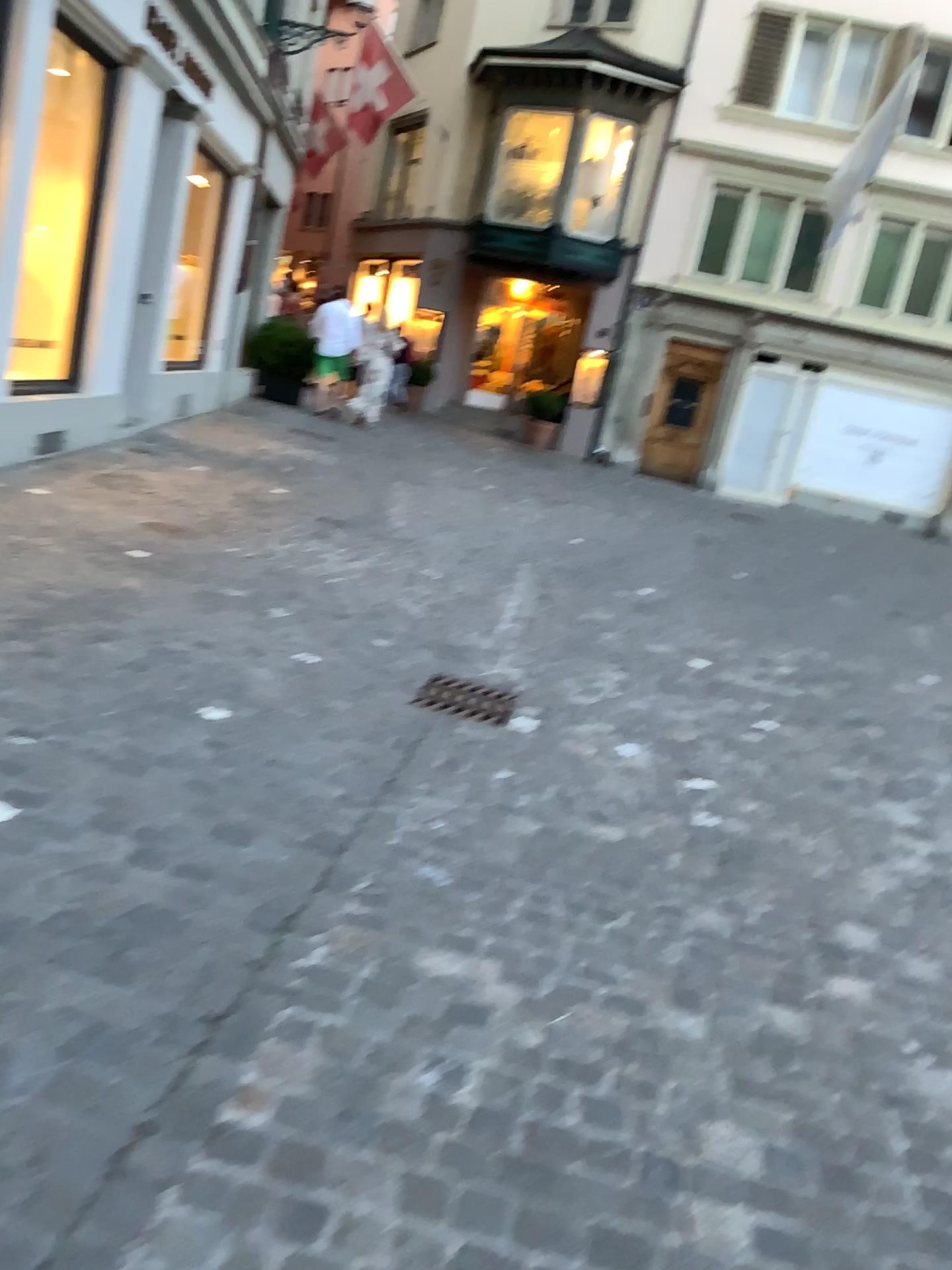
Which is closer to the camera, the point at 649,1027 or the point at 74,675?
the point at 649,1027

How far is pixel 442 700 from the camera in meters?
3.9

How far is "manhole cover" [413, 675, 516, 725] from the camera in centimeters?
388cm
